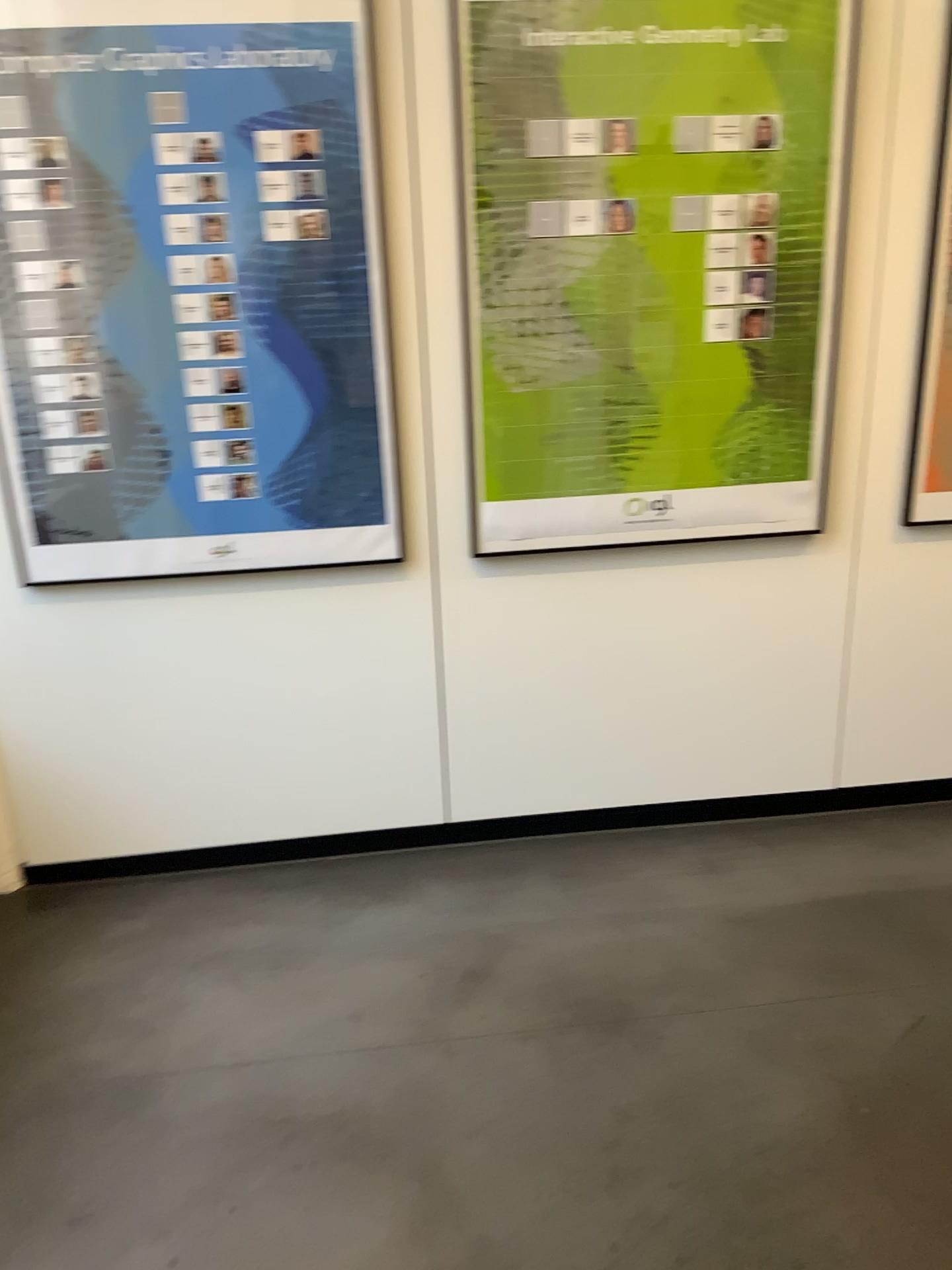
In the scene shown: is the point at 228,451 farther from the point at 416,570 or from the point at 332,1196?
the point at 332,1196

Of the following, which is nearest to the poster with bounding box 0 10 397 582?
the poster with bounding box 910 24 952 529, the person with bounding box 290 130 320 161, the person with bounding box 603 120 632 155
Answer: the person with bounding box 290 130 320 161

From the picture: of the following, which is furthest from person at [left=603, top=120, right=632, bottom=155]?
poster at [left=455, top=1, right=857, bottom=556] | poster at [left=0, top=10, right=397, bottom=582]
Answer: poster at [left=0, top=10, right=397, bottom=582]

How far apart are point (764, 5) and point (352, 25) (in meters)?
0.92

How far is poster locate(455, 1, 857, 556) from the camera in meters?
2.4

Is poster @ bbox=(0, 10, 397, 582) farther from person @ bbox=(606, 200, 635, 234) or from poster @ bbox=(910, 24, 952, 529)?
poster @ bbox=(910, 24, 952, 529)

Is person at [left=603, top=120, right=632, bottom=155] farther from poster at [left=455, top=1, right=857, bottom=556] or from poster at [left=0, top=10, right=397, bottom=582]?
poster at [left=0, top=10, right=397, bottom=582]

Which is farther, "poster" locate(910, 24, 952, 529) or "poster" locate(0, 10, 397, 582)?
"poster" locate(910, 24, 952, 529)

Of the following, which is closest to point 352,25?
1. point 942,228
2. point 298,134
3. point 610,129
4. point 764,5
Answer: point 298,134

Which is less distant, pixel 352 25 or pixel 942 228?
pixel 352 25
